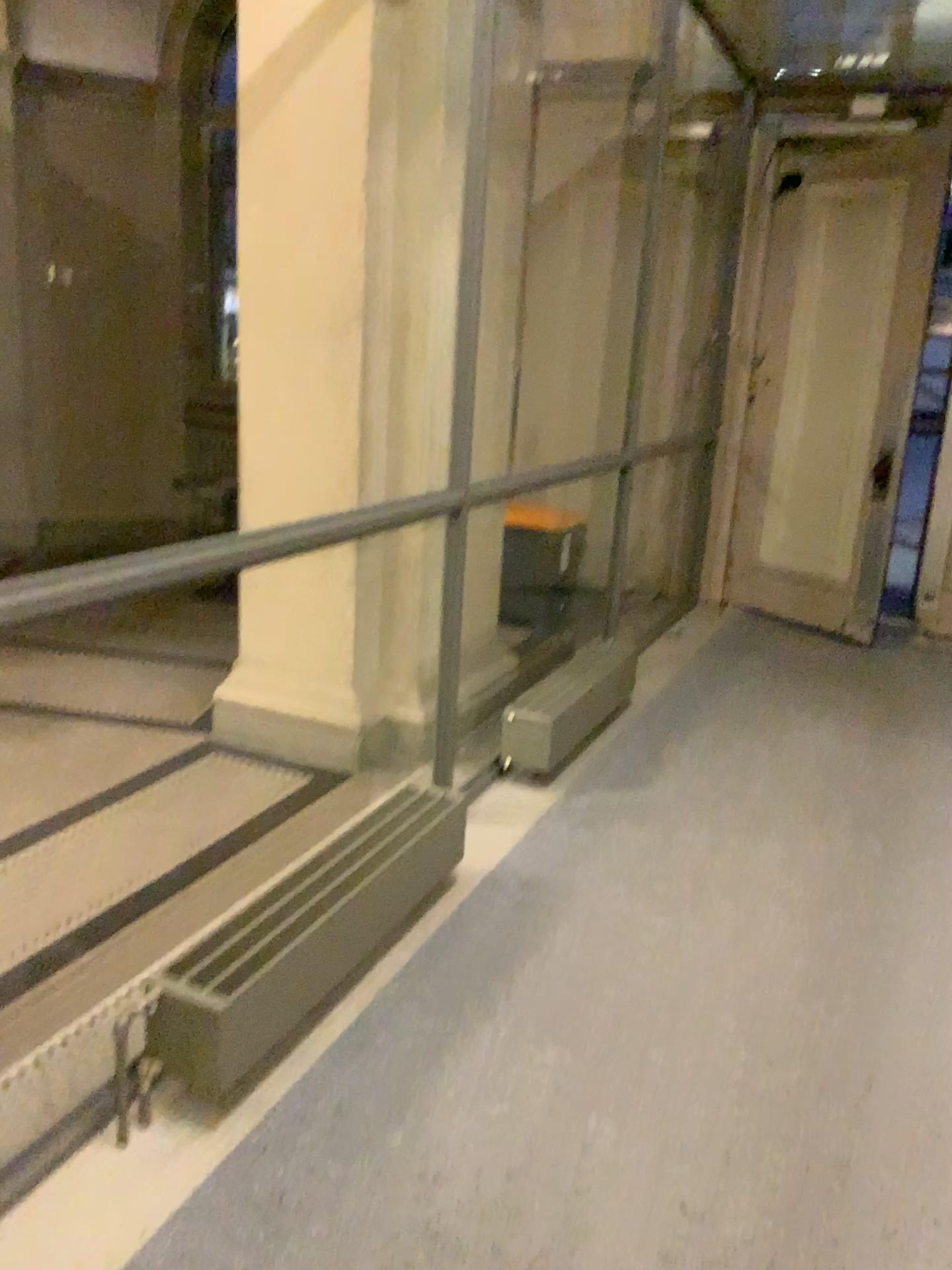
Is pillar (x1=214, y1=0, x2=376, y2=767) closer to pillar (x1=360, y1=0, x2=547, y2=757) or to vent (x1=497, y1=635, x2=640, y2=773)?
pillar (x1=360, y1=0, x2=547, y2=757)

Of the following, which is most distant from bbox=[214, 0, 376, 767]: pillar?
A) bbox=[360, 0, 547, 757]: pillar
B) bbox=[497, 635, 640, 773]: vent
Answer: bbox=[497, 635, 640, 773]: vent

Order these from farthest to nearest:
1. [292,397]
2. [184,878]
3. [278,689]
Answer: [278,689] < [292,397] < [184,878]

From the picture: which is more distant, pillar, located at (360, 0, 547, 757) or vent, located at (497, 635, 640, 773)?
vent, located at (497, 635, 640, 773)

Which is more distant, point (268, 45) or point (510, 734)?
point (510, 734)

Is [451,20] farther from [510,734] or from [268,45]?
[510,734]

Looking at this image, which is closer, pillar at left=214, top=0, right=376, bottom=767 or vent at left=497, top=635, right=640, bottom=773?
pillar at left=214, top=0, right=376, bottom=767

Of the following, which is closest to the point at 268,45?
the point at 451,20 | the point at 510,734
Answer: the point at 451,20
